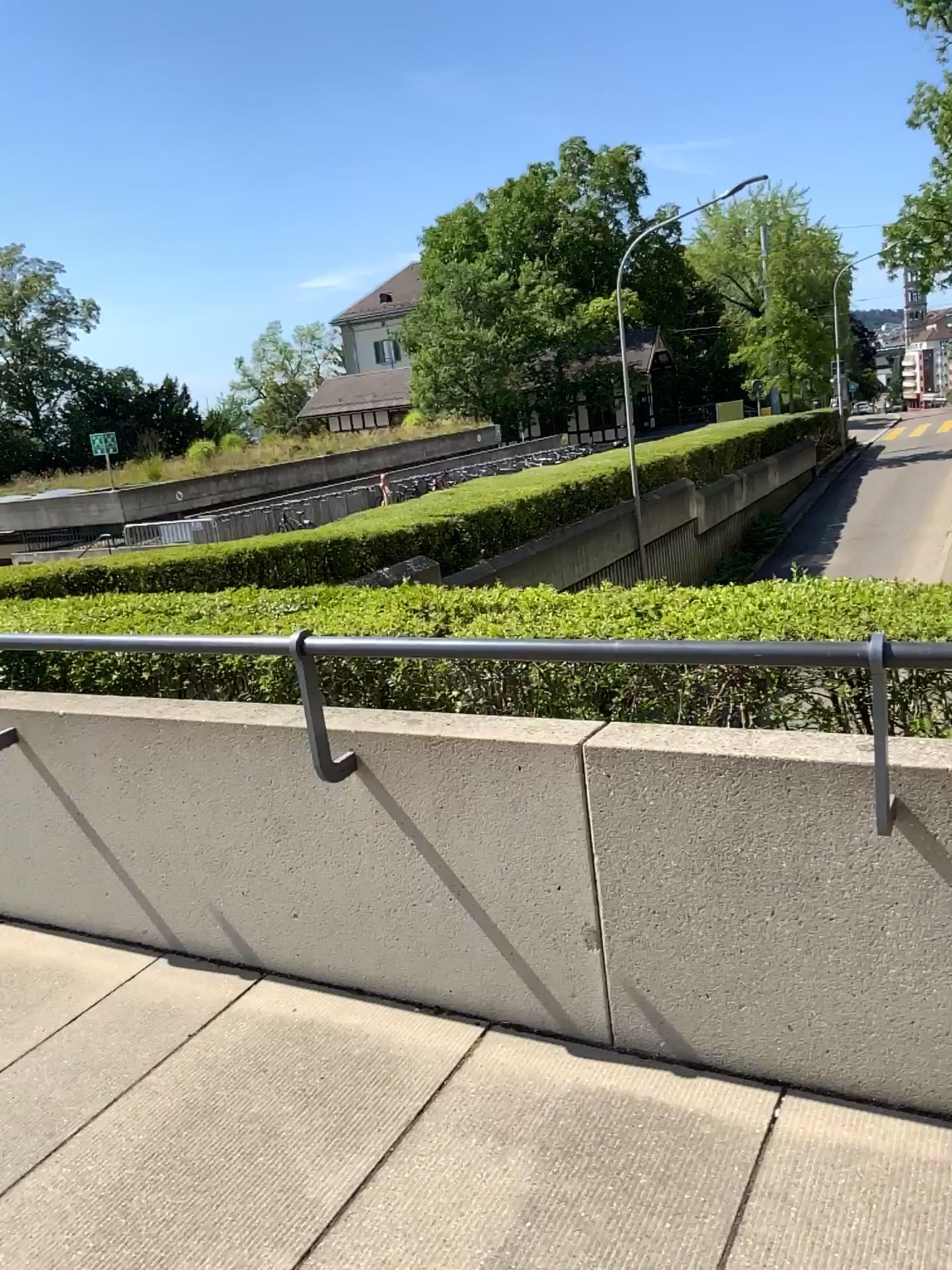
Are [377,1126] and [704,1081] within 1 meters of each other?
yes
